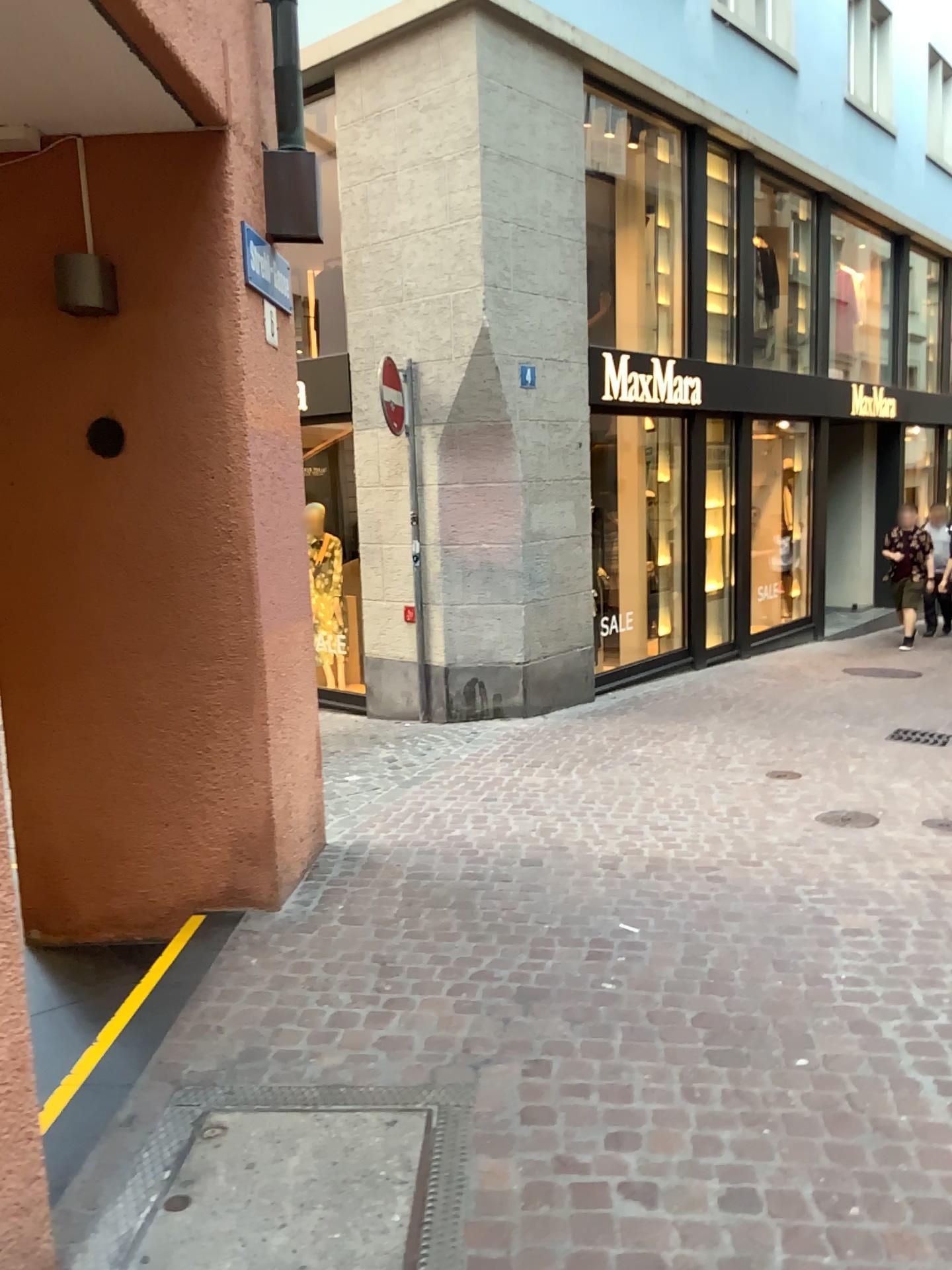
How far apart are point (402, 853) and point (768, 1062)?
2.2m
